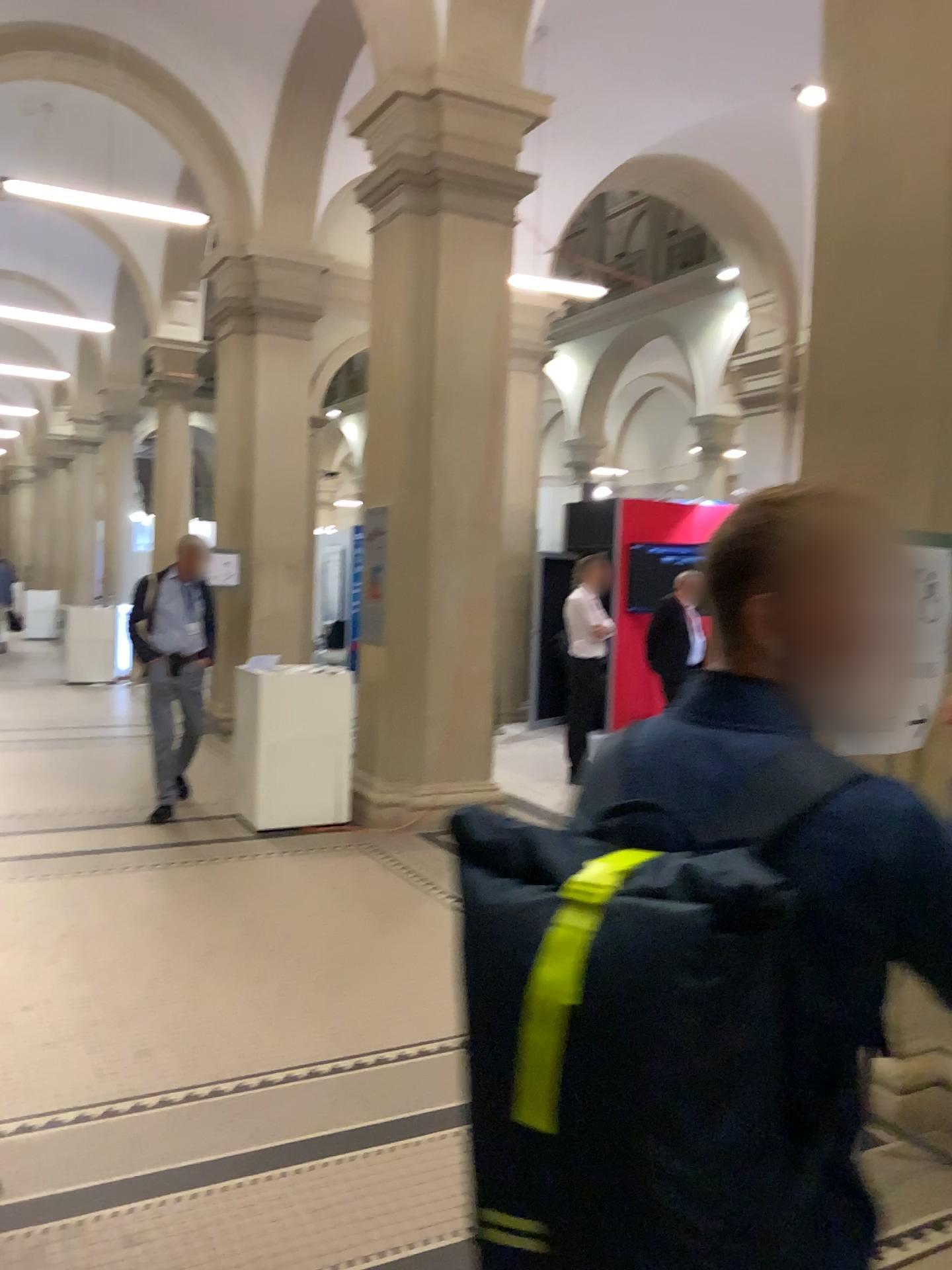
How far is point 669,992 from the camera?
0.9 meters

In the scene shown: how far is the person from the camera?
1.06m

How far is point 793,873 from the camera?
1.1 meters

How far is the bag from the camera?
0.94m

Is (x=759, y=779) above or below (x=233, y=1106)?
above
